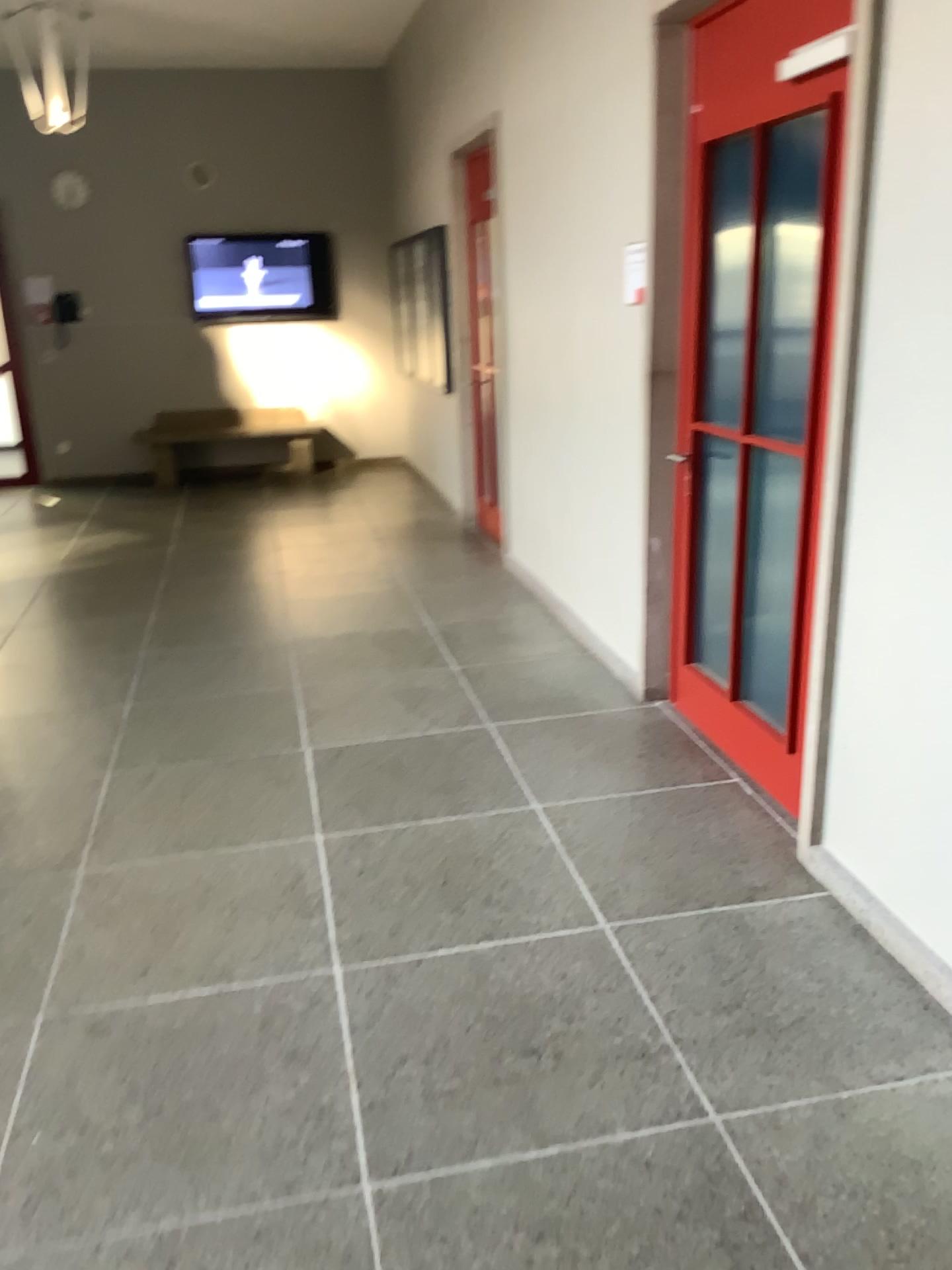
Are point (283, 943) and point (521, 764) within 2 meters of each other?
yes
